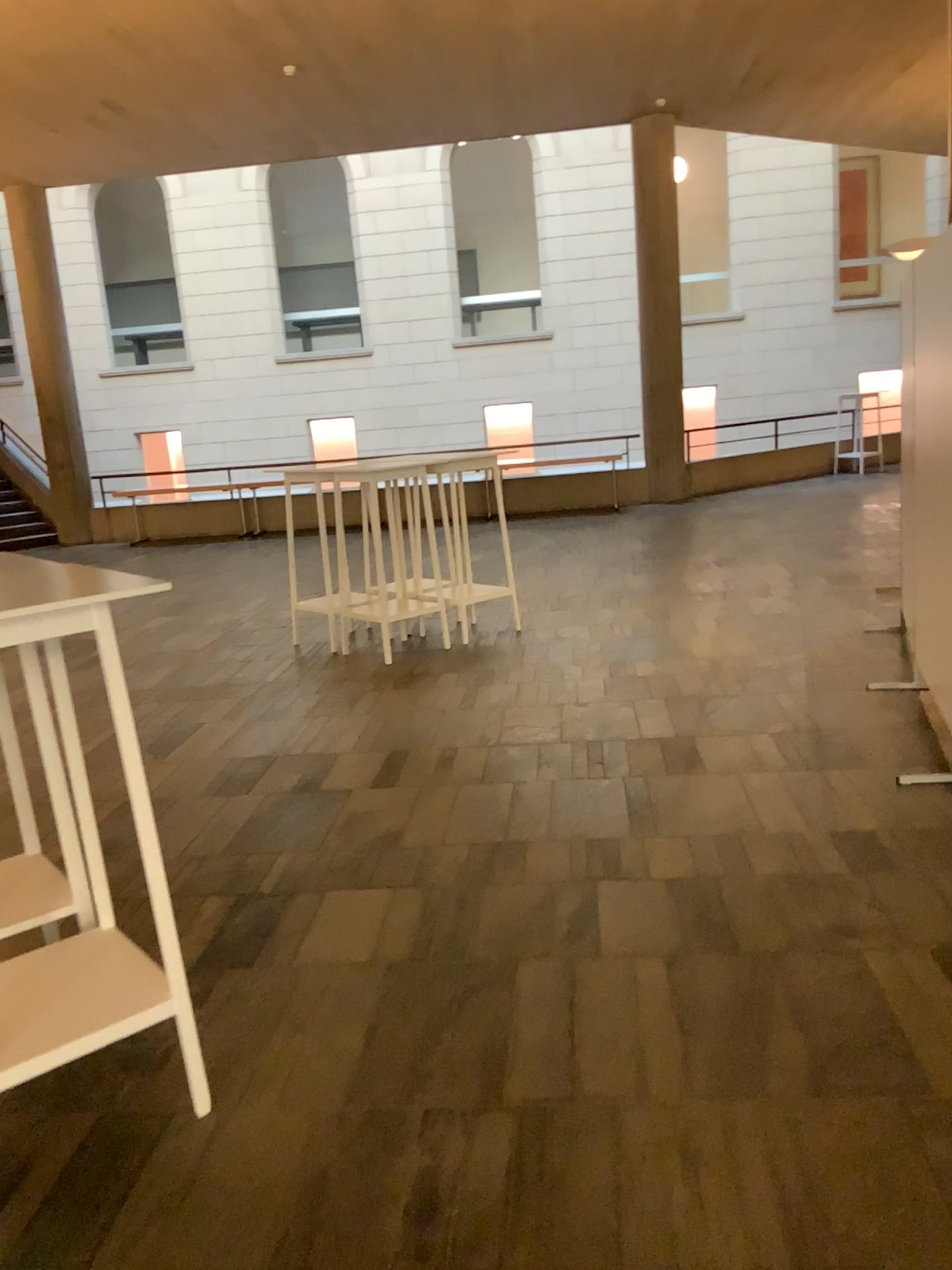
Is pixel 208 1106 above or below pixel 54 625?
below

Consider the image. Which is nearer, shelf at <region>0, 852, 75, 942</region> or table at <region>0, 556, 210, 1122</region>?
table at <region>0, 556, 210, 1122</region>

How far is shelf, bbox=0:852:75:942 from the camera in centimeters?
255cm

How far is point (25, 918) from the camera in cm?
255

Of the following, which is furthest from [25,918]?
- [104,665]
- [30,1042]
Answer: [104,665]

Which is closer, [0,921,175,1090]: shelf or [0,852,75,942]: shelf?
[0,921,175,1090]: shelf

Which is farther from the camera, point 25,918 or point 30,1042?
point 25,918
